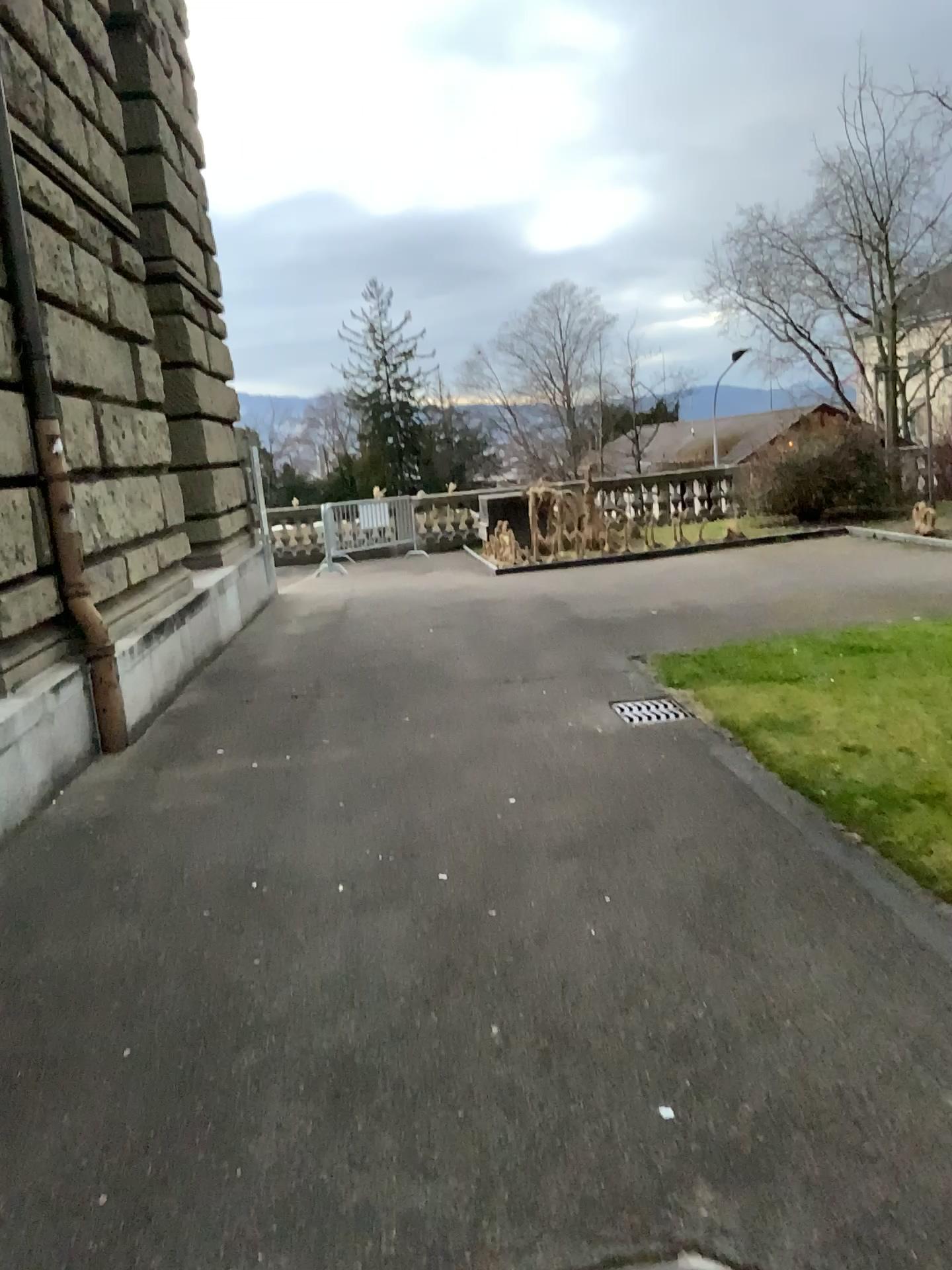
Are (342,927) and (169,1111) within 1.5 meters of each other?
yes
